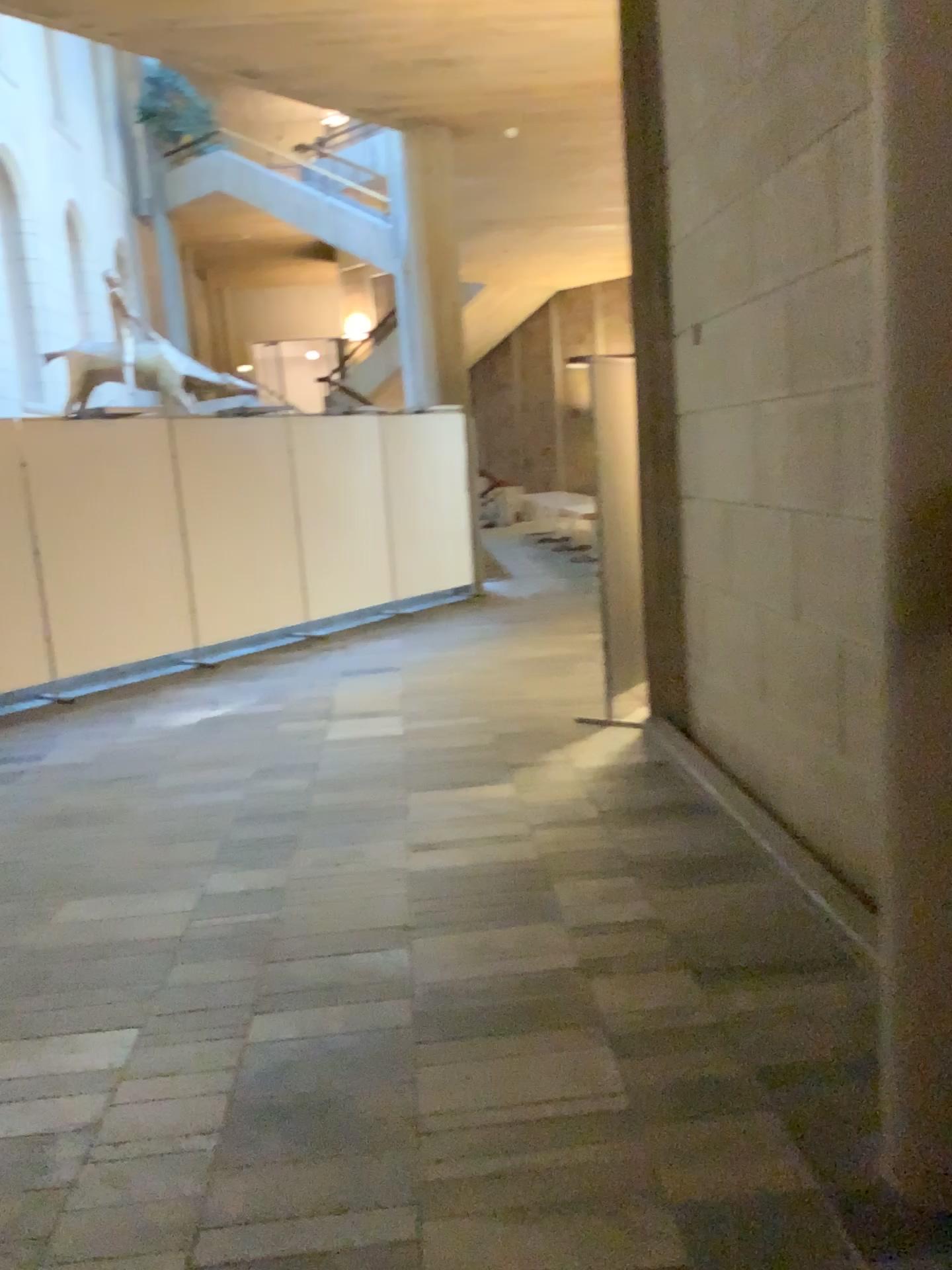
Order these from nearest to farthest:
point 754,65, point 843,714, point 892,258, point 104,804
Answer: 1. point 892,258
2. point 843,714
3. point 754,65
4. point 104,804

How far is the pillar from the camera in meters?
1.7

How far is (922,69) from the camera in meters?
1.7
